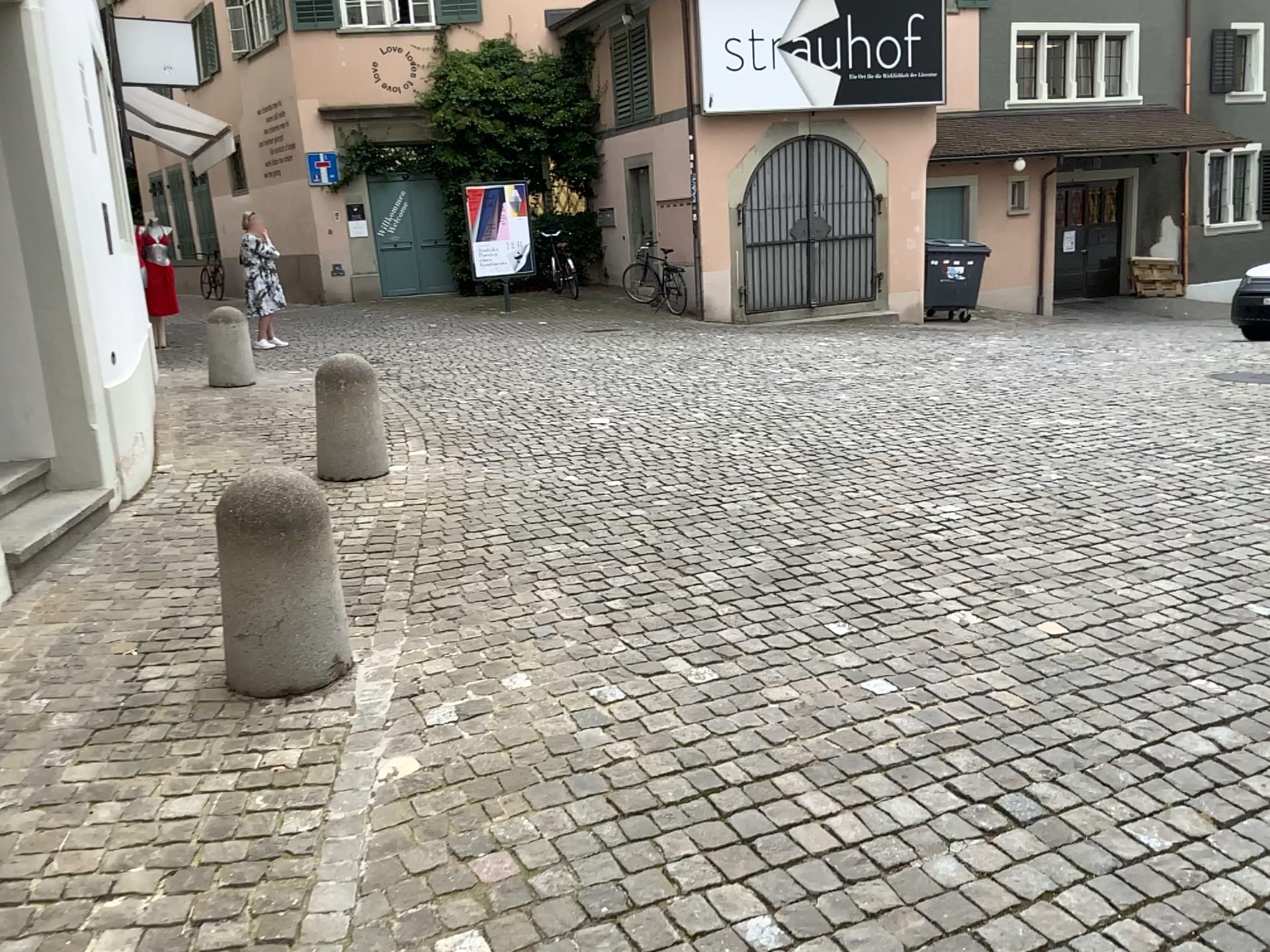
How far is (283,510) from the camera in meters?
3.3 m

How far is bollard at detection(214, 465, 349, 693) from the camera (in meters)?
3.29

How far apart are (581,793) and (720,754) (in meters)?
0.42
